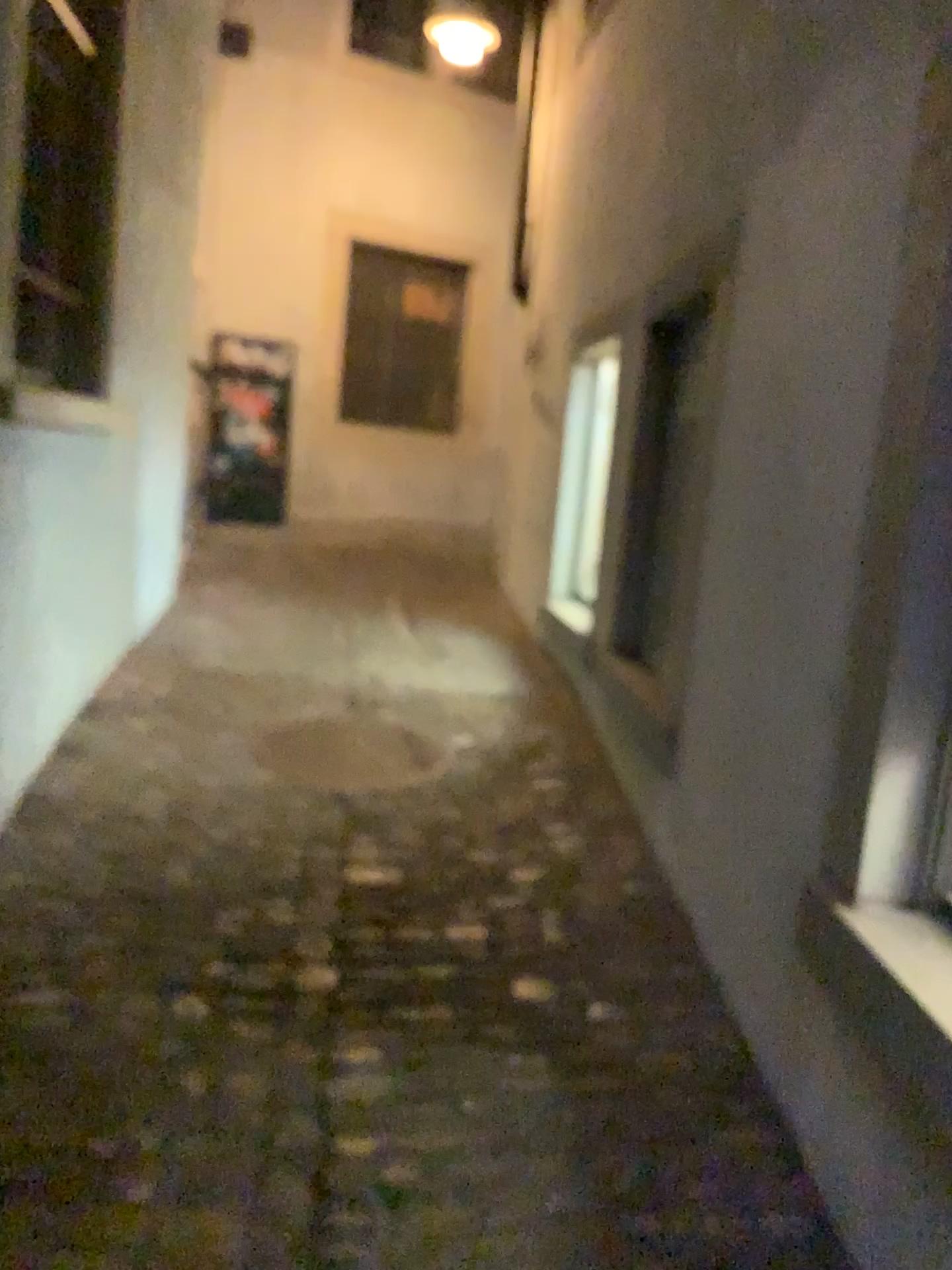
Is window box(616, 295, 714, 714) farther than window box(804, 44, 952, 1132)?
Yes

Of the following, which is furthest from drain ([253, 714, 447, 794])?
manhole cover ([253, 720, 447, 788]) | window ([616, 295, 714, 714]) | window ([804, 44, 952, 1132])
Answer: window ([804, 44, 952, 1132])

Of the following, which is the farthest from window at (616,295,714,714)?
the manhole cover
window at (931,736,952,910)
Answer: window at (931,736,952,910)

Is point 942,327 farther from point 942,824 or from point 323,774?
point 323,774

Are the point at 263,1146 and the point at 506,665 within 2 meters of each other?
no

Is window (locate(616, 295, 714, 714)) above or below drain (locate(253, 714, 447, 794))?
above

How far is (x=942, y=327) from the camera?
1.6 meters

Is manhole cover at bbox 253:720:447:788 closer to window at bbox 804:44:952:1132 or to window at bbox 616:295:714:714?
window at bbox 616:295:714:714

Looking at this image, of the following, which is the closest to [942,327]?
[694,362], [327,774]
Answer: [694,362]

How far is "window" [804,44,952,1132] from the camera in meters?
1.6
